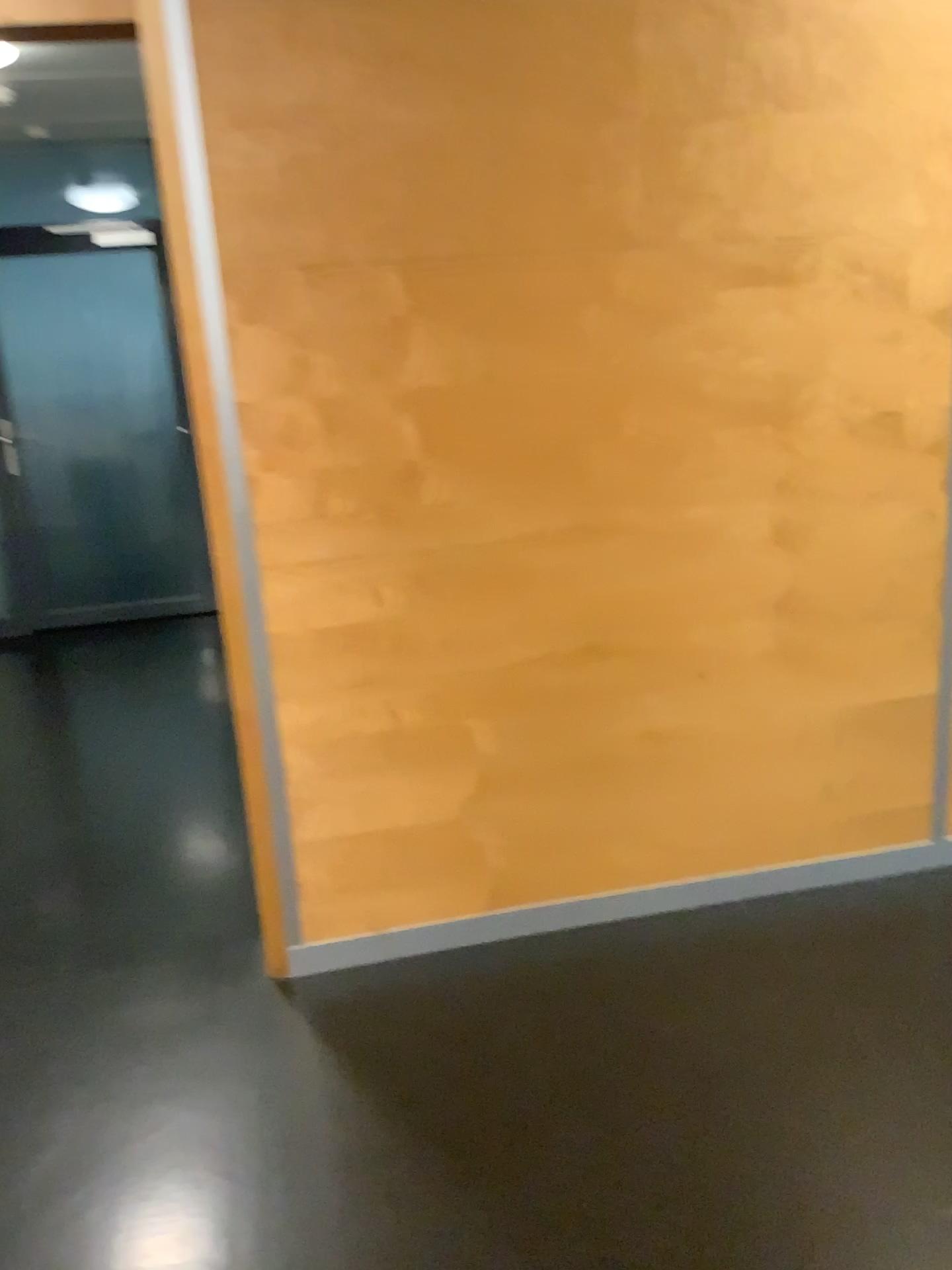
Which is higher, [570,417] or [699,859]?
[570,417]
